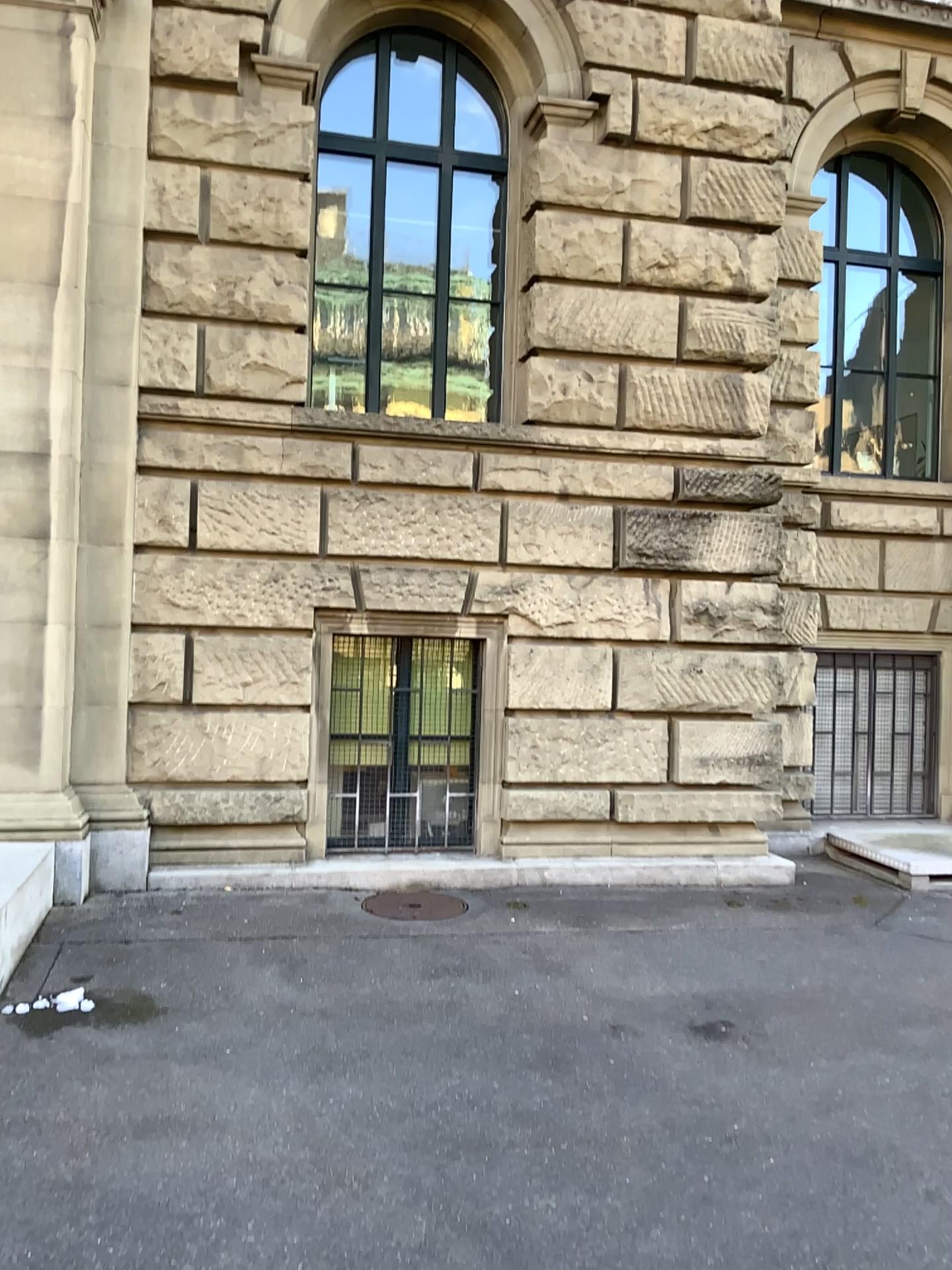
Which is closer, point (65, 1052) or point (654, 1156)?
point (654, 1156)
